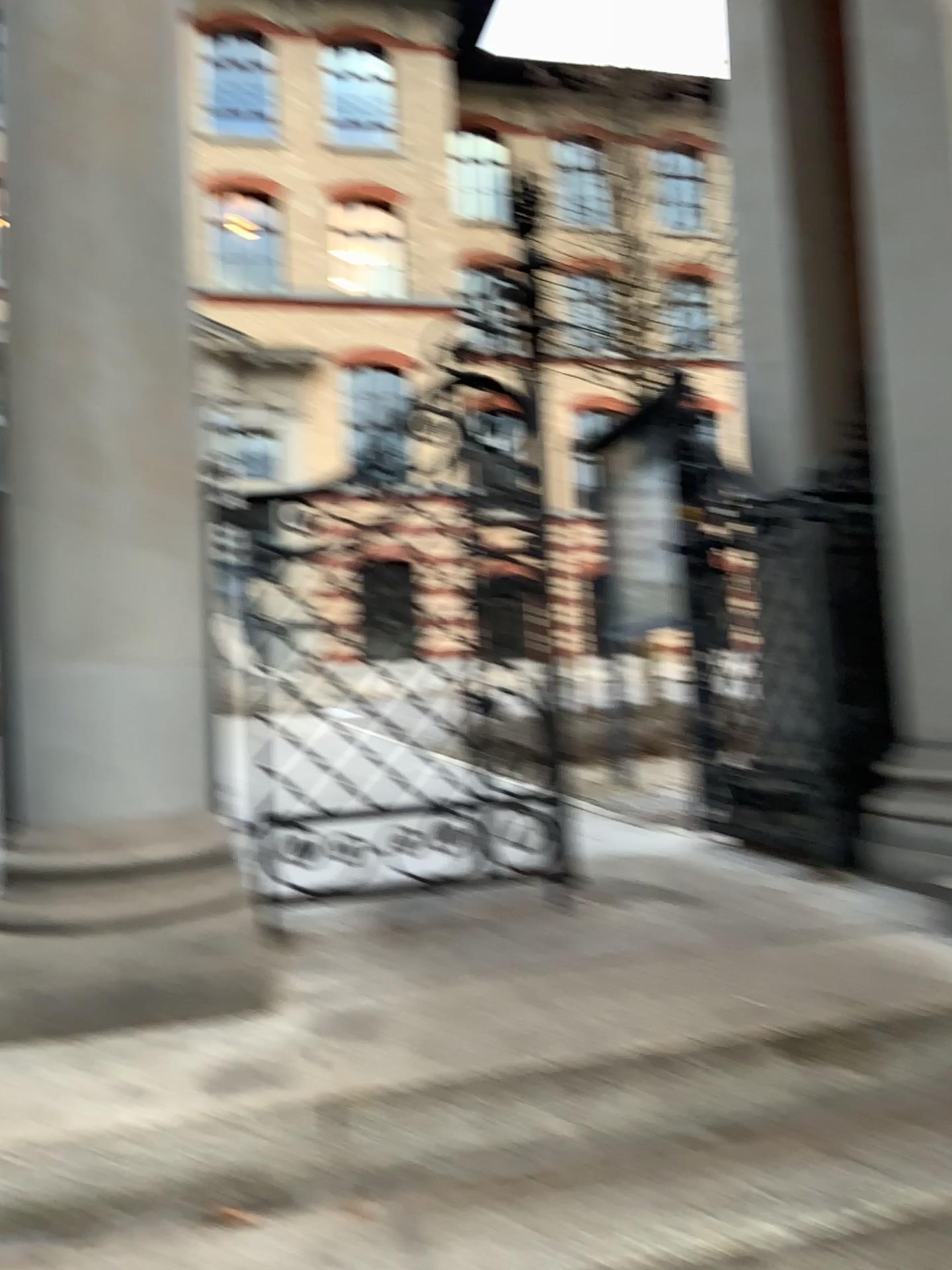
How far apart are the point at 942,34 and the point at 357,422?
1.7m

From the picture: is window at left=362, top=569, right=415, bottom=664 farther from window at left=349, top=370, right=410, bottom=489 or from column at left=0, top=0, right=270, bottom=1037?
column at left=0, top=0, right=270, bottom=1037

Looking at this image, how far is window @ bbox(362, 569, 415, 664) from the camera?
2.7m

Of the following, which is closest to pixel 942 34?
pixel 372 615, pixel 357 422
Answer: pixel 357 422

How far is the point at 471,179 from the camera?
2.8m

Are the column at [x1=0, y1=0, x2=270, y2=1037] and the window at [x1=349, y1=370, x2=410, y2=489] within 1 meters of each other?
yes

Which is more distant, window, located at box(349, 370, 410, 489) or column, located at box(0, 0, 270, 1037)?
window, located at box(349, 370, 410, 489)

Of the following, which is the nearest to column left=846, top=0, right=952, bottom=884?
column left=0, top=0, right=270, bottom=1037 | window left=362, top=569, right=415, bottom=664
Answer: window left=362, top=569, right=415, bottom=664

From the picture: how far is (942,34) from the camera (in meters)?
2.61

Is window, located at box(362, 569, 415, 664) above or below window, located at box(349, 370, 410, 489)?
below
